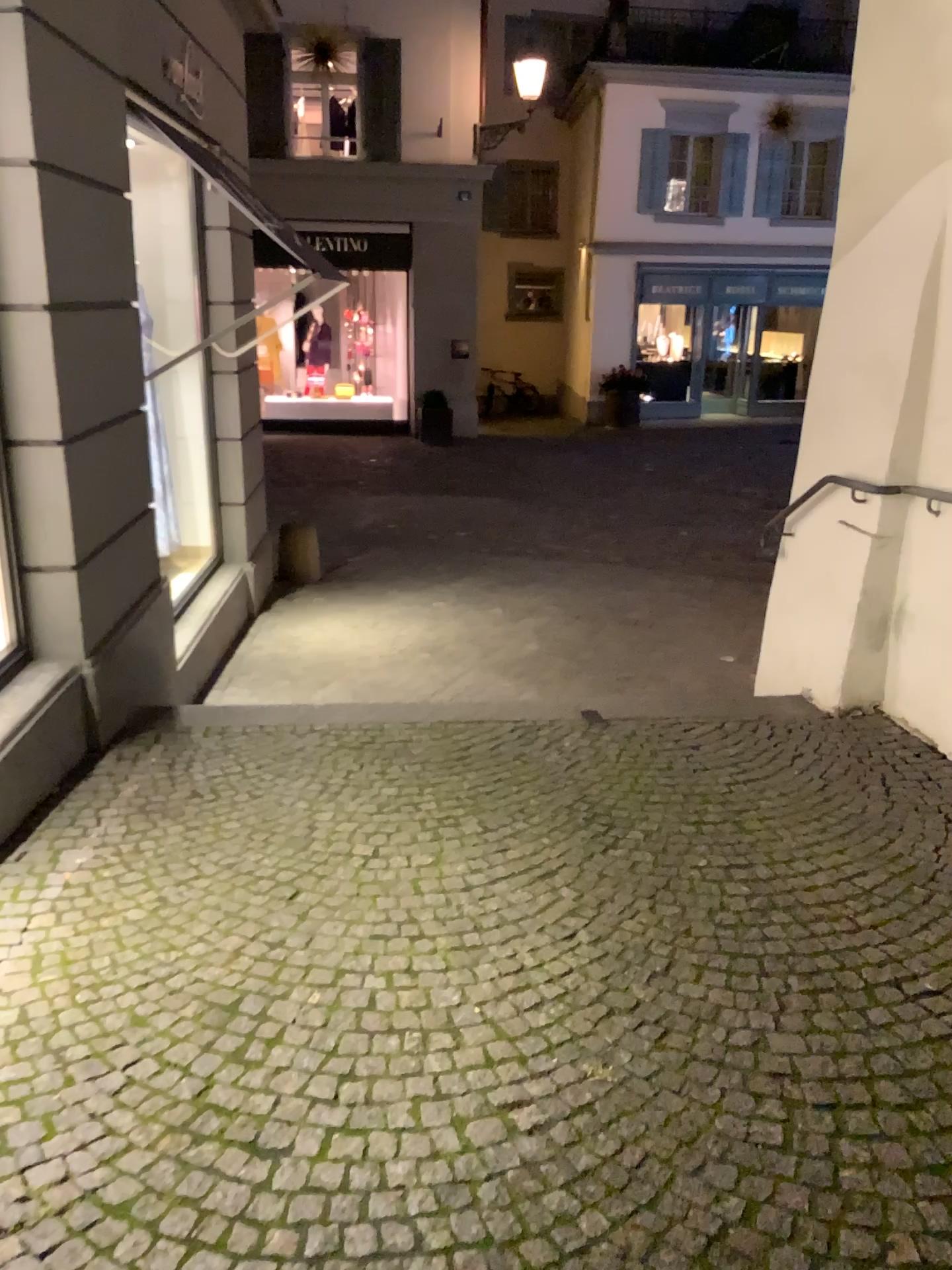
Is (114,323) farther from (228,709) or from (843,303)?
(843,303)
